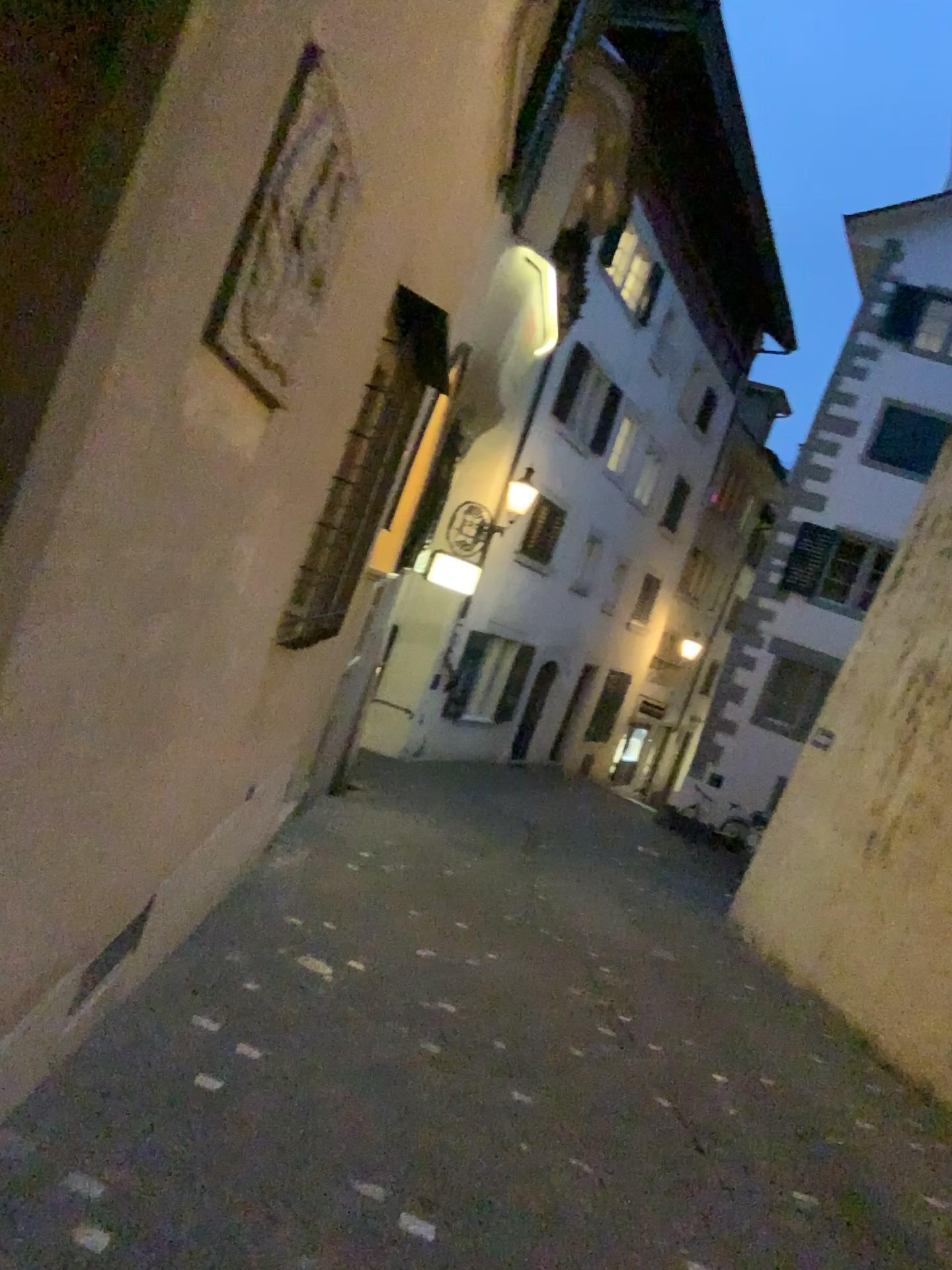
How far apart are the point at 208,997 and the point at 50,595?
2.76m
